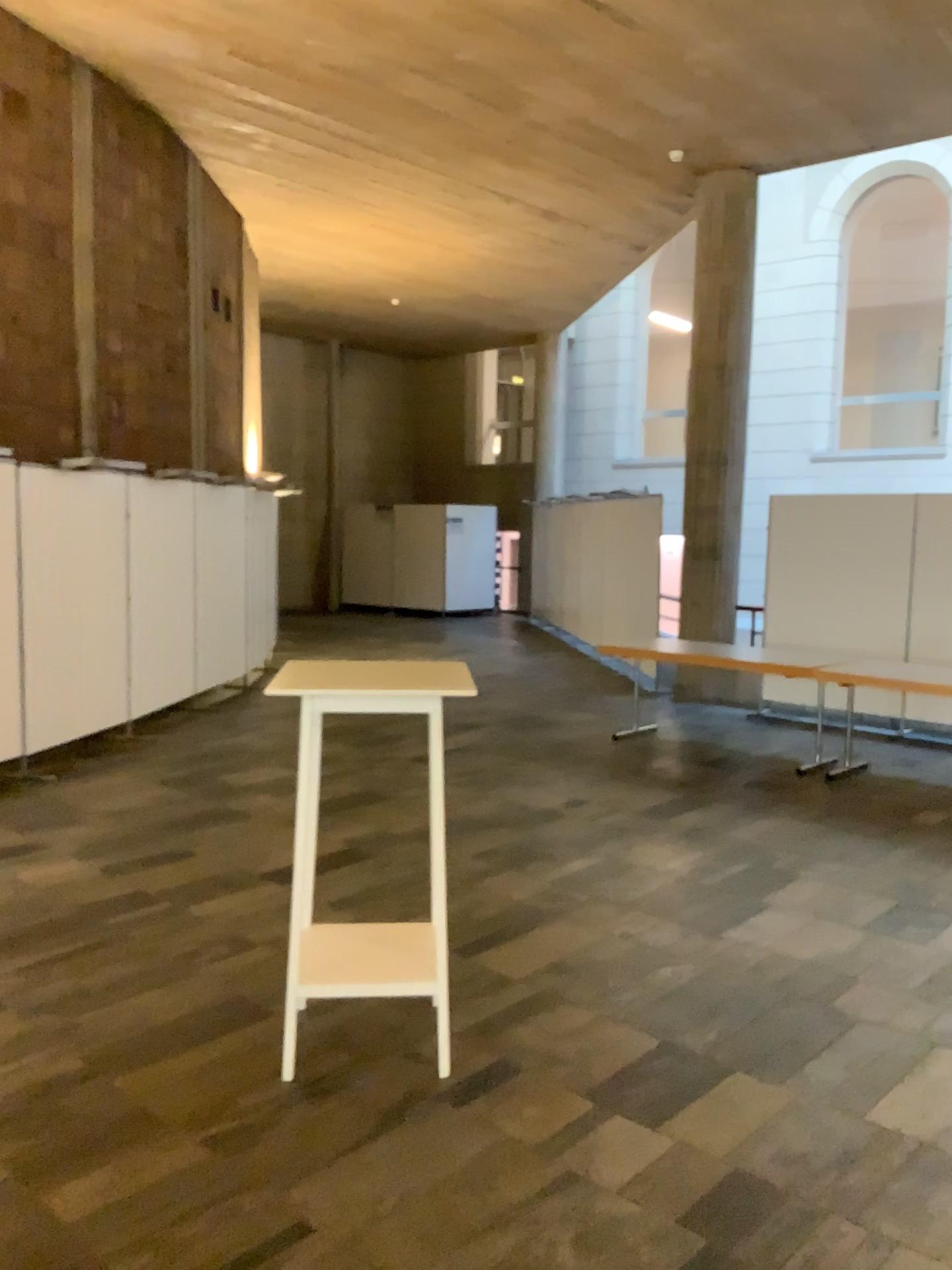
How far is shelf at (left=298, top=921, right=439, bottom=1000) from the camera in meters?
3.2

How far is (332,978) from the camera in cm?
320

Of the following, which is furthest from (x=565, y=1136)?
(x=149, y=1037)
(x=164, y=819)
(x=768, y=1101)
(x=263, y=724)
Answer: (x=263, y=724)
